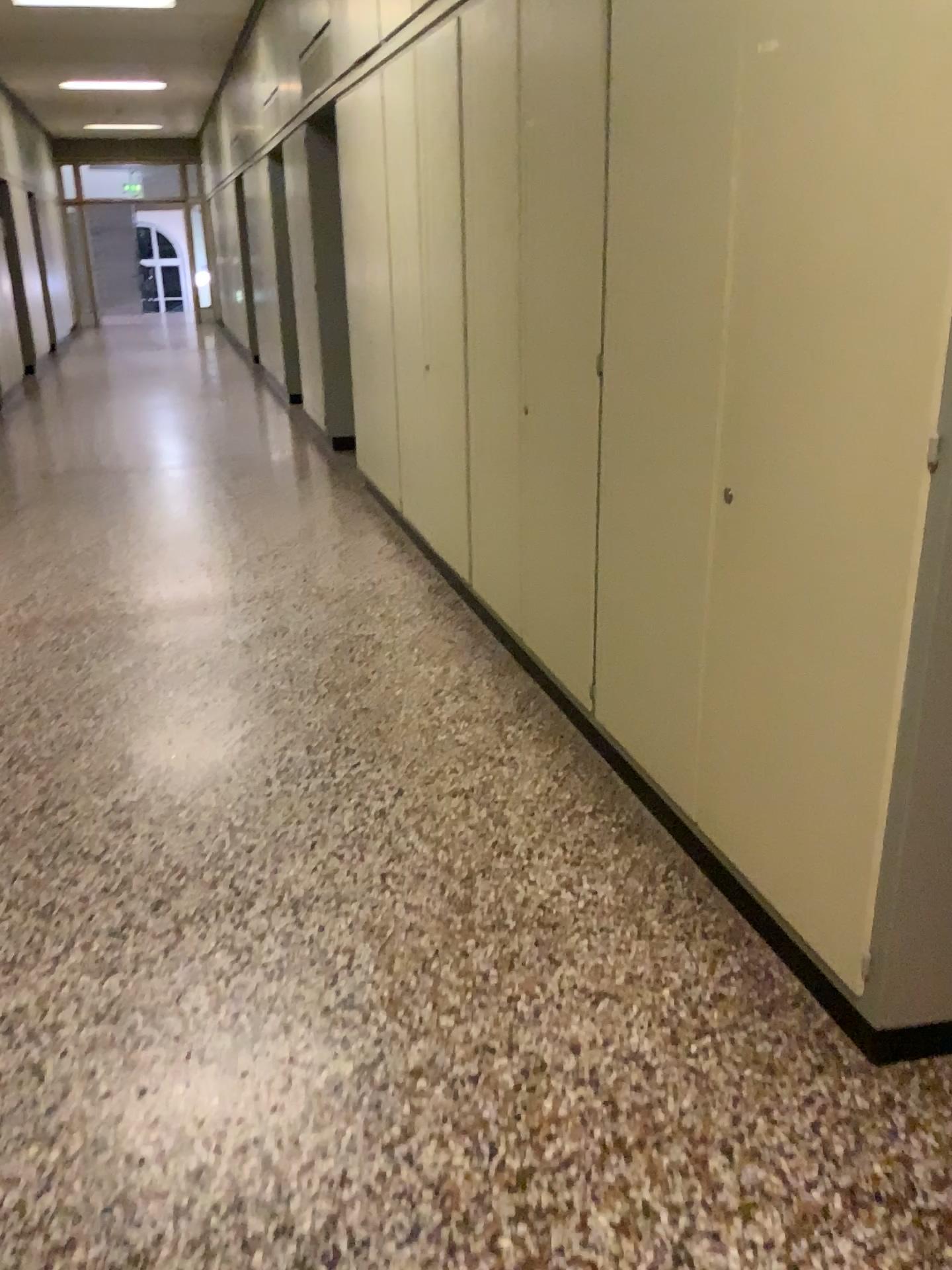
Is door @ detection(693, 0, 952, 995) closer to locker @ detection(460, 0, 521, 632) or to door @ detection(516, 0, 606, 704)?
door @ detection(516, 0, 606, 704)

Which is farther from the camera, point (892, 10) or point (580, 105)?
point (580, 105)

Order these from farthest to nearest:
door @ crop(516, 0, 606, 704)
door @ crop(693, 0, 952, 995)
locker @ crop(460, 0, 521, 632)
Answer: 1. locker @ crop(460, 0, 521, 632)
2. door @ crop(516, 0, 606, 704)
3. door @ crop(693, 0, 952, 995)

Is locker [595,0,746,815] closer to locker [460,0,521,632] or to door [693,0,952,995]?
door [693,0,952,995]

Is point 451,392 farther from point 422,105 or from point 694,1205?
point 694,1205

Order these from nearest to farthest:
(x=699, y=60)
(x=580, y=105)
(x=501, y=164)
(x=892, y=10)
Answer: (x=892, y=10)
(x=699, y=60)
(x=580, y=105)
(x=501, y=164)

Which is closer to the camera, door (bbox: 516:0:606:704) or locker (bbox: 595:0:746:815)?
locker (bbox: 595:0:746:815)

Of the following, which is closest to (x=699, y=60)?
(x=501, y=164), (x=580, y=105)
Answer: (x=580, y=105)

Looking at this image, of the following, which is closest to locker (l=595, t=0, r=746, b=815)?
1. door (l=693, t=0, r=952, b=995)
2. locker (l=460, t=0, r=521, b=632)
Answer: door (l=693, t=0, r=952, b=995)

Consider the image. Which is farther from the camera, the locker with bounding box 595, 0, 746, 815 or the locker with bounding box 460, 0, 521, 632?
the locker with bounding box 460, 0, 521, 632
